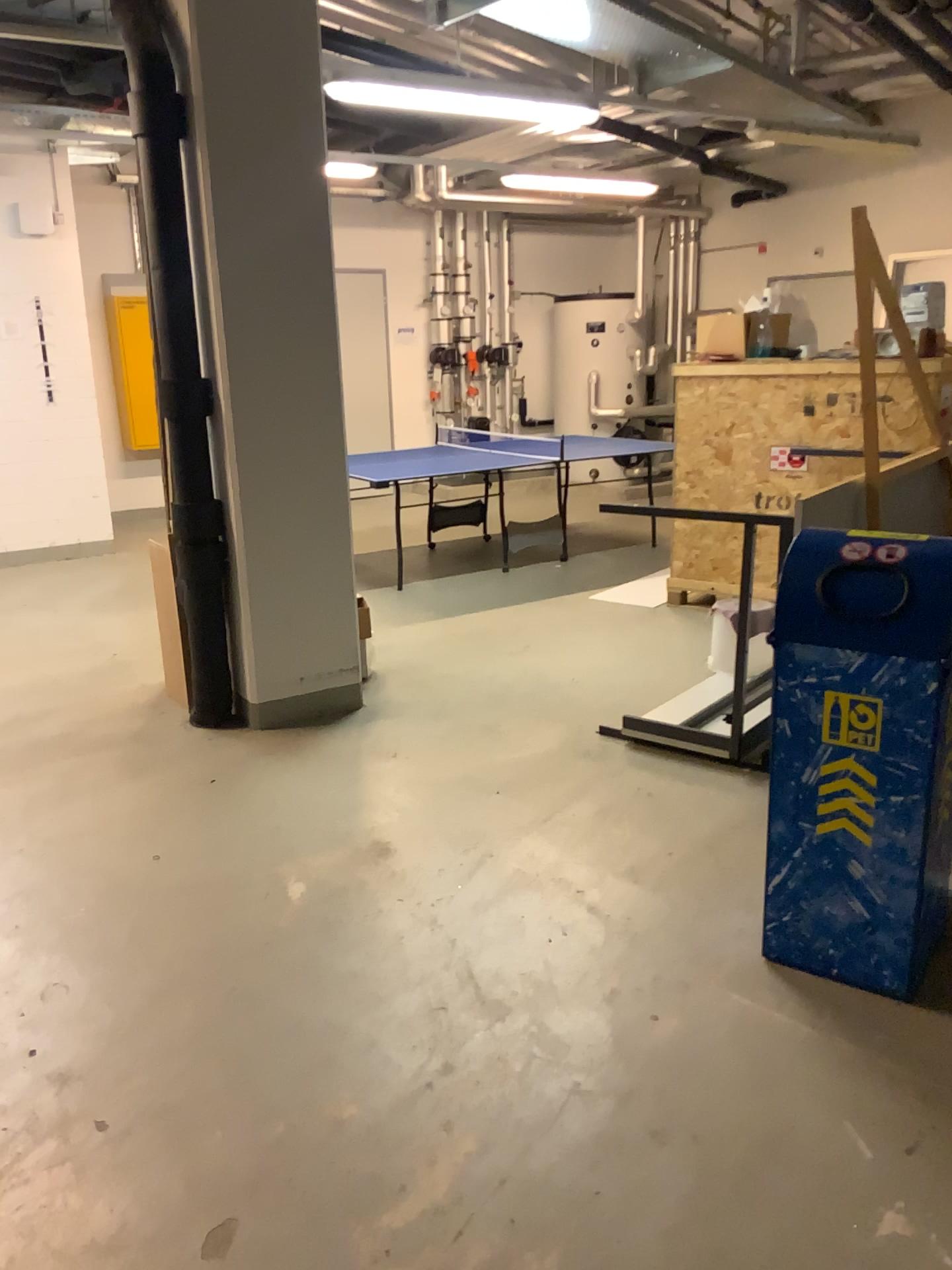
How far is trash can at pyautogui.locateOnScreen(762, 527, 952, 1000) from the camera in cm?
235

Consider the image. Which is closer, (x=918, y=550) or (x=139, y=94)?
(x=918, y=550)

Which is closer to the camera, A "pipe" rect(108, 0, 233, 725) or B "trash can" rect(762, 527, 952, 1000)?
B "trash can" rect(762, 527, 952, 1000)

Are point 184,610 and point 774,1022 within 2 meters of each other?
no

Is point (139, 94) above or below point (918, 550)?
Result: above

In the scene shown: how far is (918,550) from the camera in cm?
235
